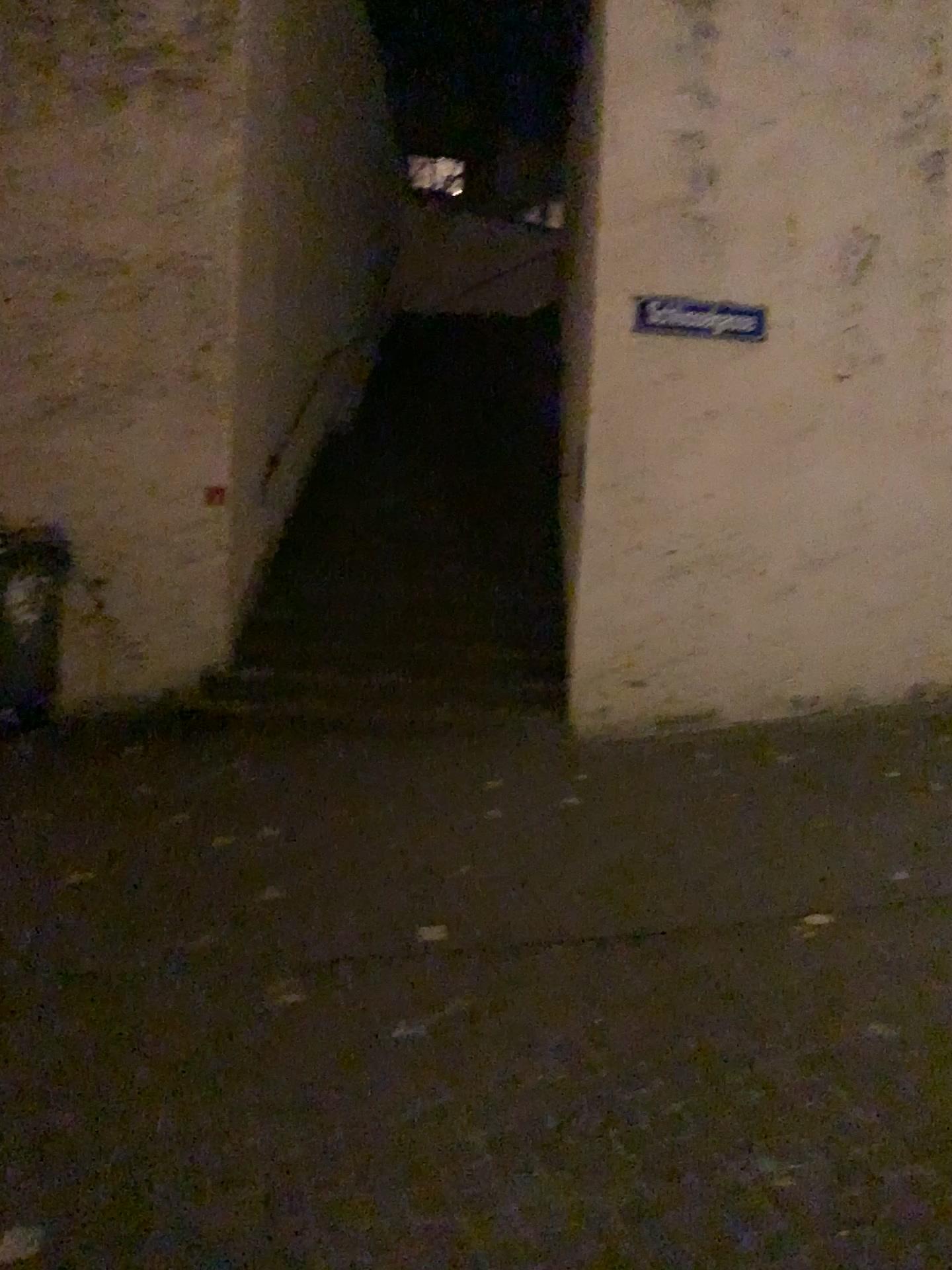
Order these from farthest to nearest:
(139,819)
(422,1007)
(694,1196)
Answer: (139,819), (422,1007), (694,1196)
